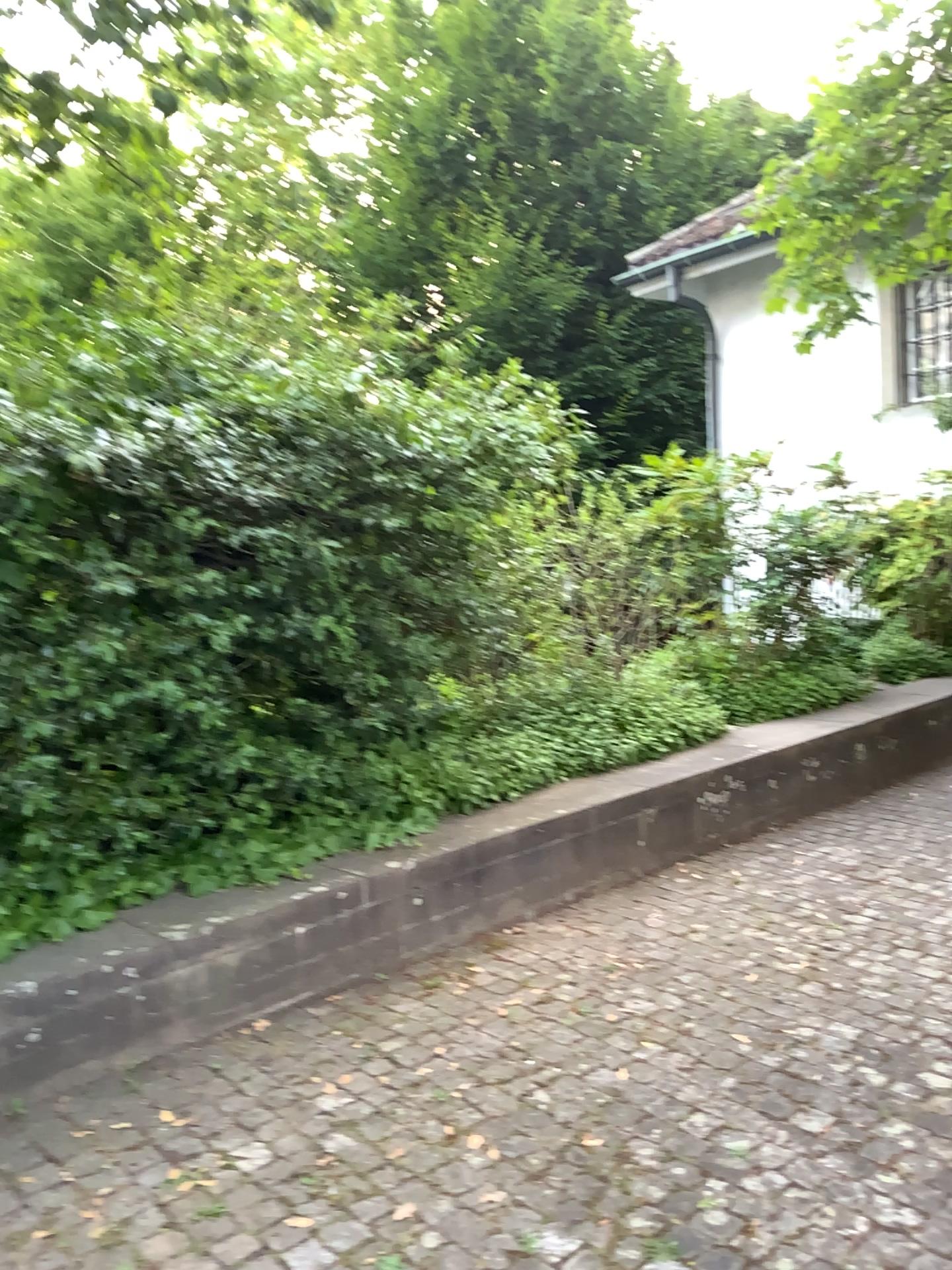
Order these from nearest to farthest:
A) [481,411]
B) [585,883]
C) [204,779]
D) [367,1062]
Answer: [367,1062], [204,779], [481,411], [585,883]
